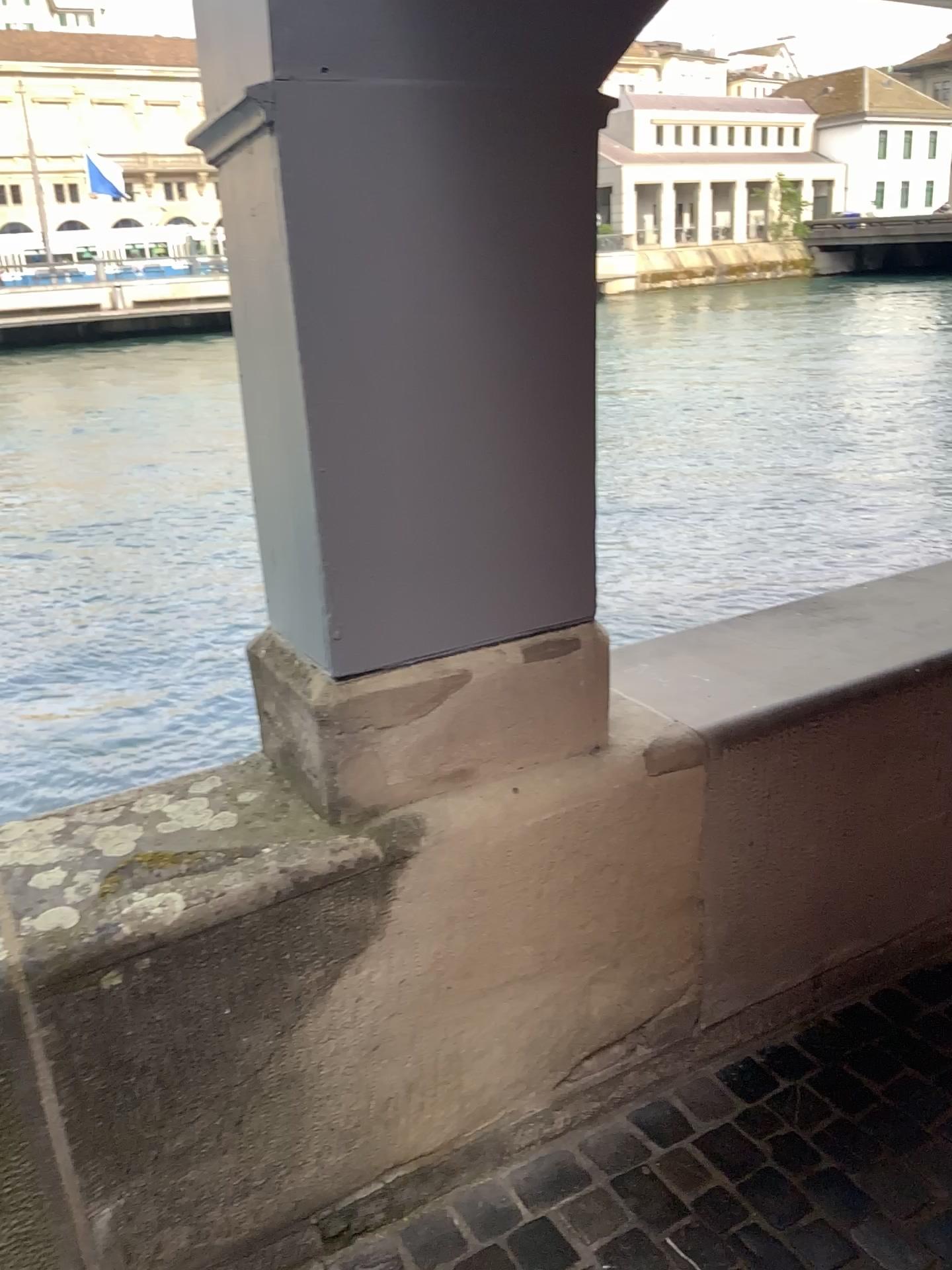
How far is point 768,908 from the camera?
2.0m

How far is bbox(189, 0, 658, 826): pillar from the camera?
1.32m

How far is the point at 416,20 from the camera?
1.3m
